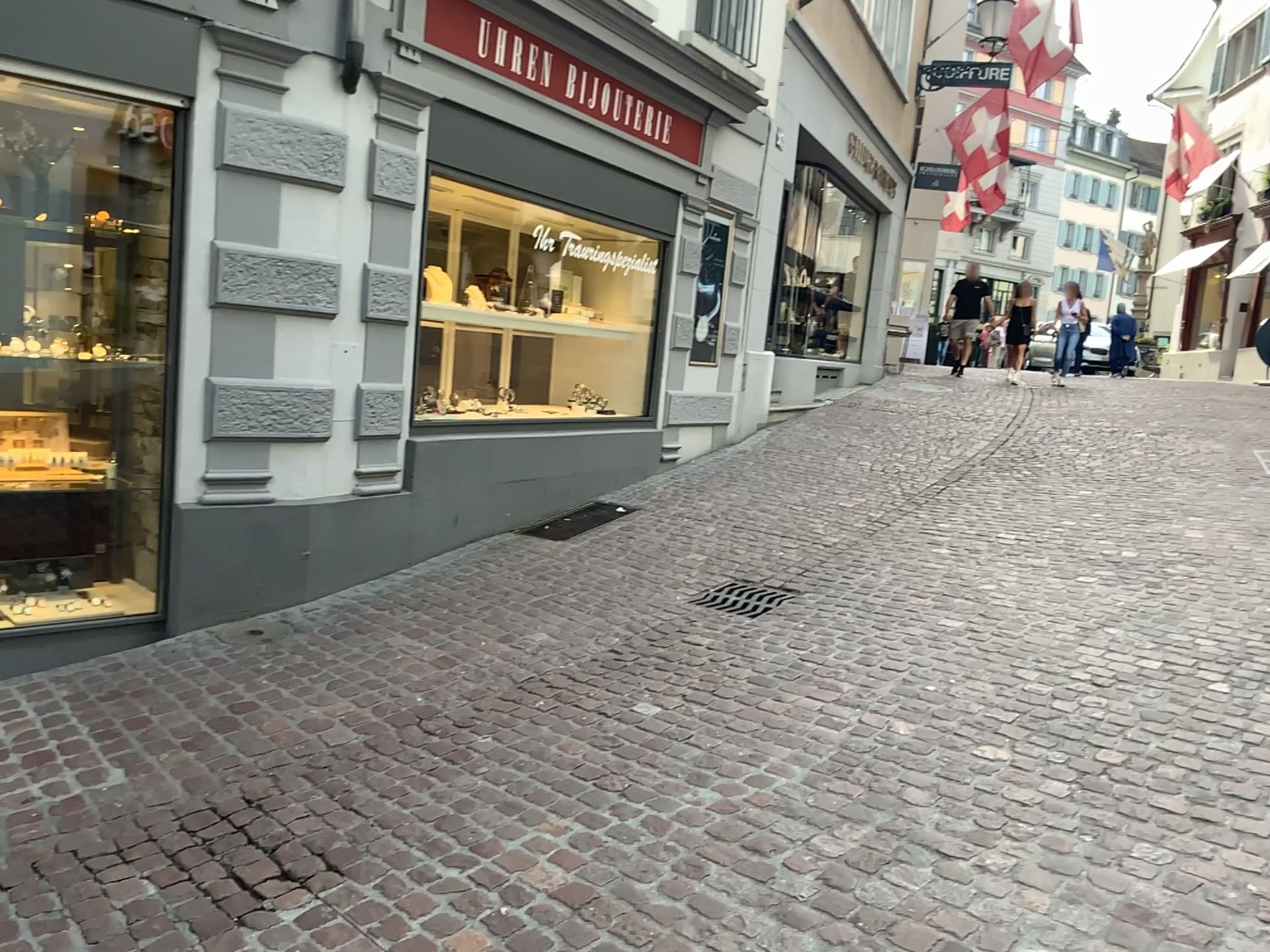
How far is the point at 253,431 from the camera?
4.5 meters
